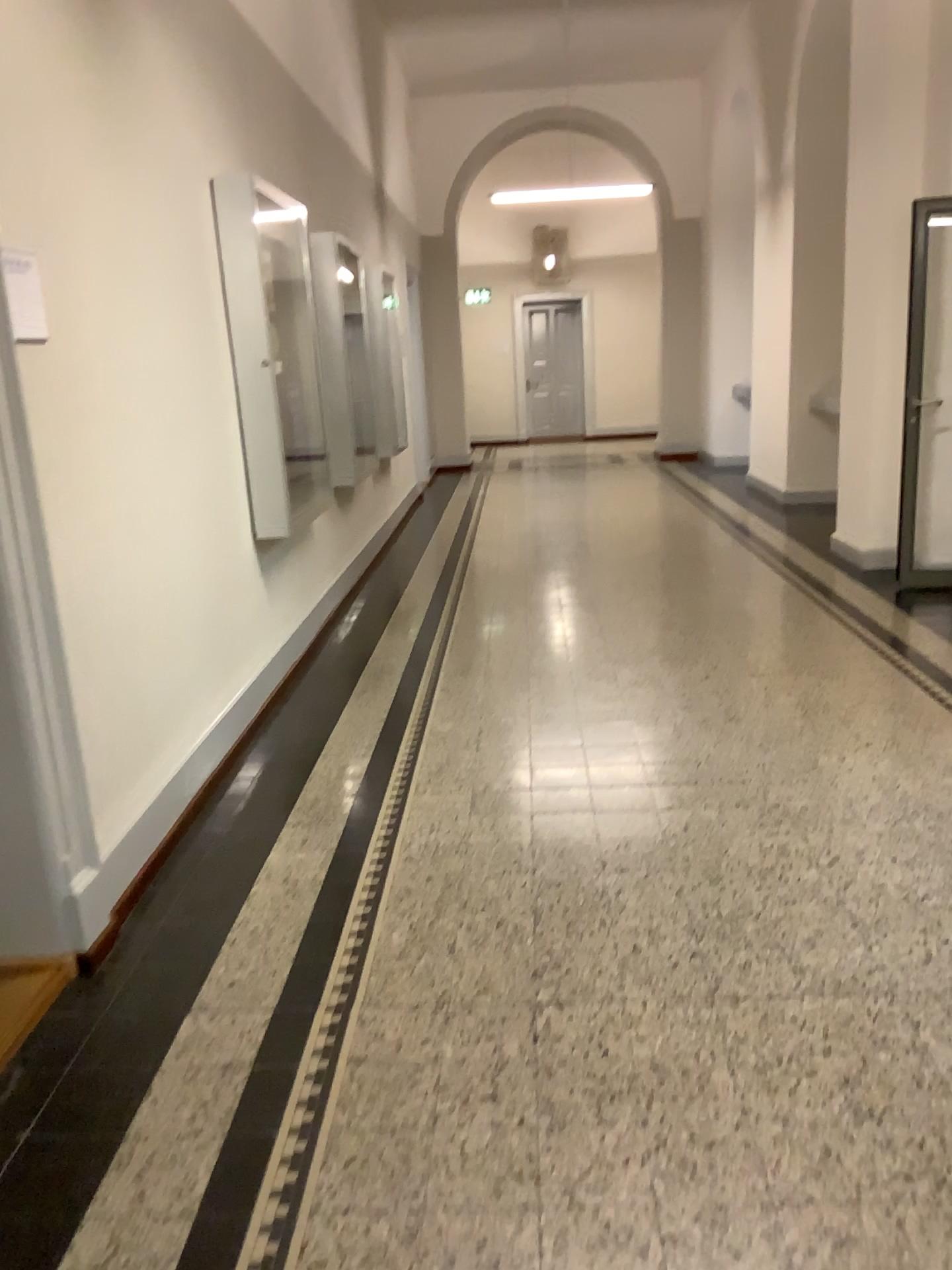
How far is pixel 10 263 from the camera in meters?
2.4 m

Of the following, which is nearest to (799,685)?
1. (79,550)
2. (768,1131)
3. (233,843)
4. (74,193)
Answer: (233,843)

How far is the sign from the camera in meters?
2.4
